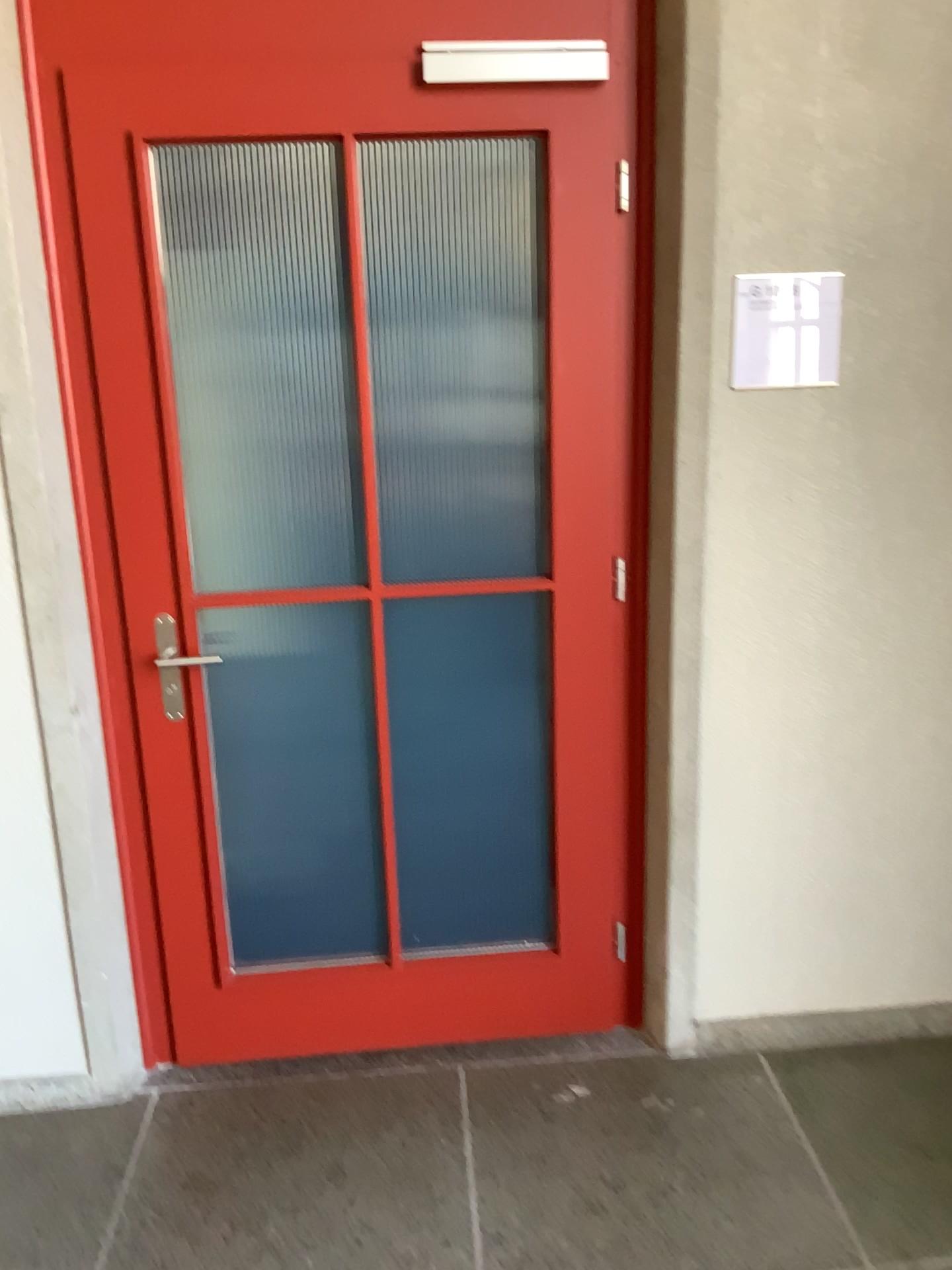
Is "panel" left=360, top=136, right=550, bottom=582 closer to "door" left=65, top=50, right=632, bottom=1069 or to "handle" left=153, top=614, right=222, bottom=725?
"door" left=65, top=50, right=632, bottom=1069

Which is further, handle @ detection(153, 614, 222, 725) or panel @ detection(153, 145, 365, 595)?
panel @ detection(153, 145, 365, 595)

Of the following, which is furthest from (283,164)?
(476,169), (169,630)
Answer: (169,630)

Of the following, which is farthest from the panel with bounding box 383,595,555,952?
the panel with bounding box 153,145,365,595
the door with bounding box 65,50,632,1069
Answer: the panel with bounding box 153,145,365,595

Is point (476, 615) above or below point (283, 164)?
below

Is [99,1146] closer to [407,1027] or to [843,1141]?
[407,1027]

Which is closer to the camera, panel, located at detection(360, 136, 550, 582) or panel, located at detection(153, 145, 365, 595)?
panel, located at detection(360, 136, 550, 582)

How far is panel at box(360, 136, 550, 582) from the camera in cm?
204

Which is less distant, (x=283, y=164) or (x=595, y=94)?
(x=595, y=94)

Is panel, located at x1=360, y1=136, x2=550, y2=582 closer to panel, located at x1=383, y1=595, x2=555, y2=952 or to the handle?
panel, located at x1=383, y1=595, x2=555, y2=952
